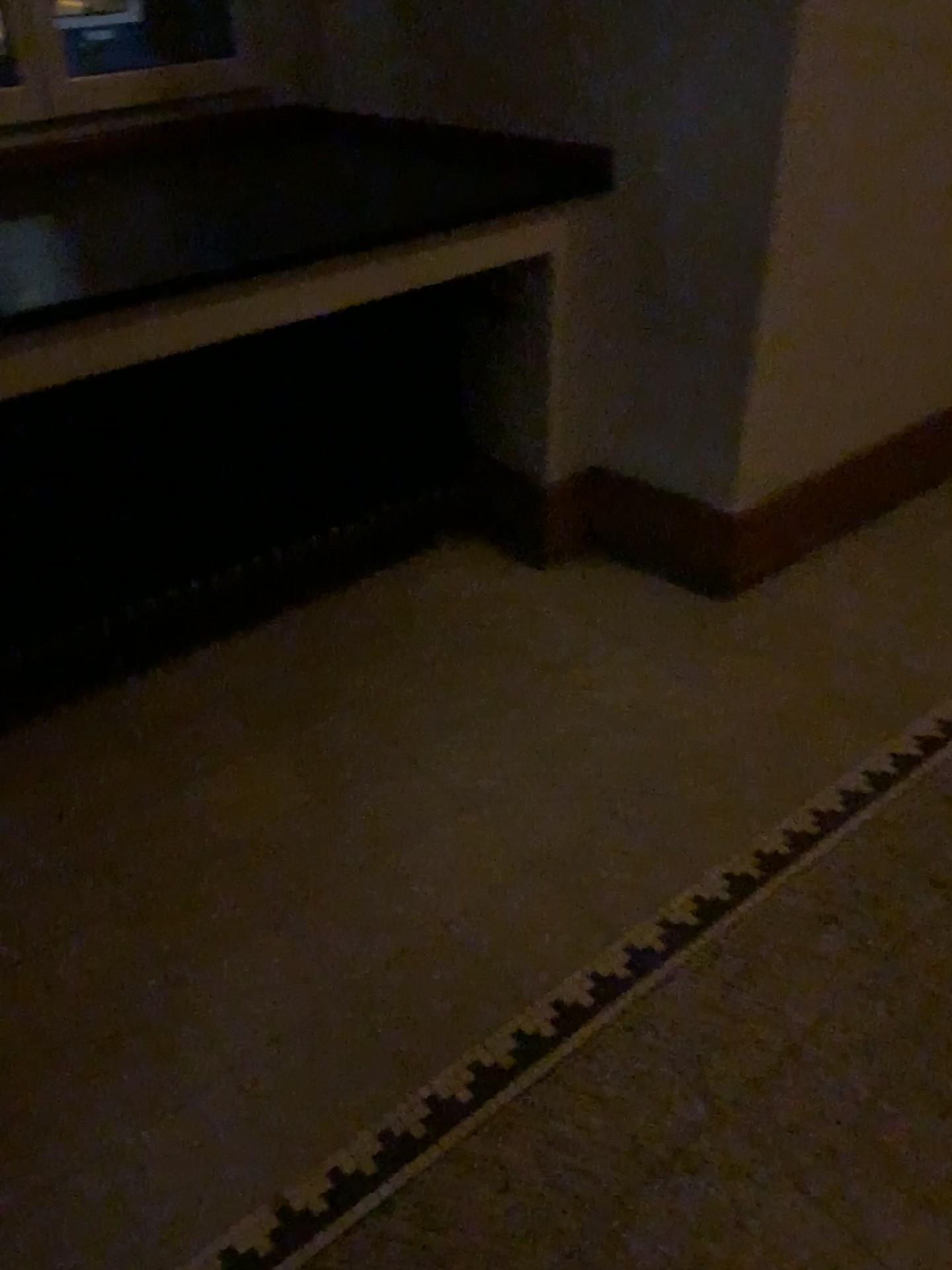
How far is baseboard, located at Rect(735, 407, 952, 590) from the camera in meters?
2.5

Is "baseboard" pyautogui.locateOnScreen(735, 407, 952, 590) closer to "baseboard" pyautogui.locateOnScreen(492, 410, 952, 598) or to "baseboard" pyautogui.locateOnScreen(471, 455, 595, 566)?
"baseboard" pyautogui.locateOnScreen(492, 410, 952, 598)

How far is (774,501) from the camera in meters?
2.5 m

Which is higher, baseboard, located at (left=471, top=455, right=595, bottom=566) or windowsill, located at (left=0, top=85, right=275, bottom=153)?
windowsill, located at (left=0, top=85, right=275, bottom=153)

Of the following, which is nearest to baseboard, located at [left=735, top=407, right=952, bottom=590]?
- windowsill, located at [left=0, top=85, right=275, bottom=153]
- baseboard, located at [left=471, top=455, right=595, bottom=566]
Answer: baseboard, located at [left=471, top=455, right=595, bottom=566]

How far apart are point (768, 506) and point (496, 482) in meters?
0.7 m

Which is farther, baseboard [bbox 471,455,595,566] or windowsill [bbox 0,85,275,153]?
baseboard [bbox 471,455,595,566]

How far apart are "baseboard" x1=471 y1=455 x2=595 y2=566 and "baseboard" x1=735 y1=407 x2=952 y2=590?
0.42m

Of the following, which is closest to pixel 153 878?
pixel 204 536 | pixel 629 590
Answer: pixel 204 536

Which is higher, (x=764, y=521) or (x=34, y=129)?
(x=34, y=129)
